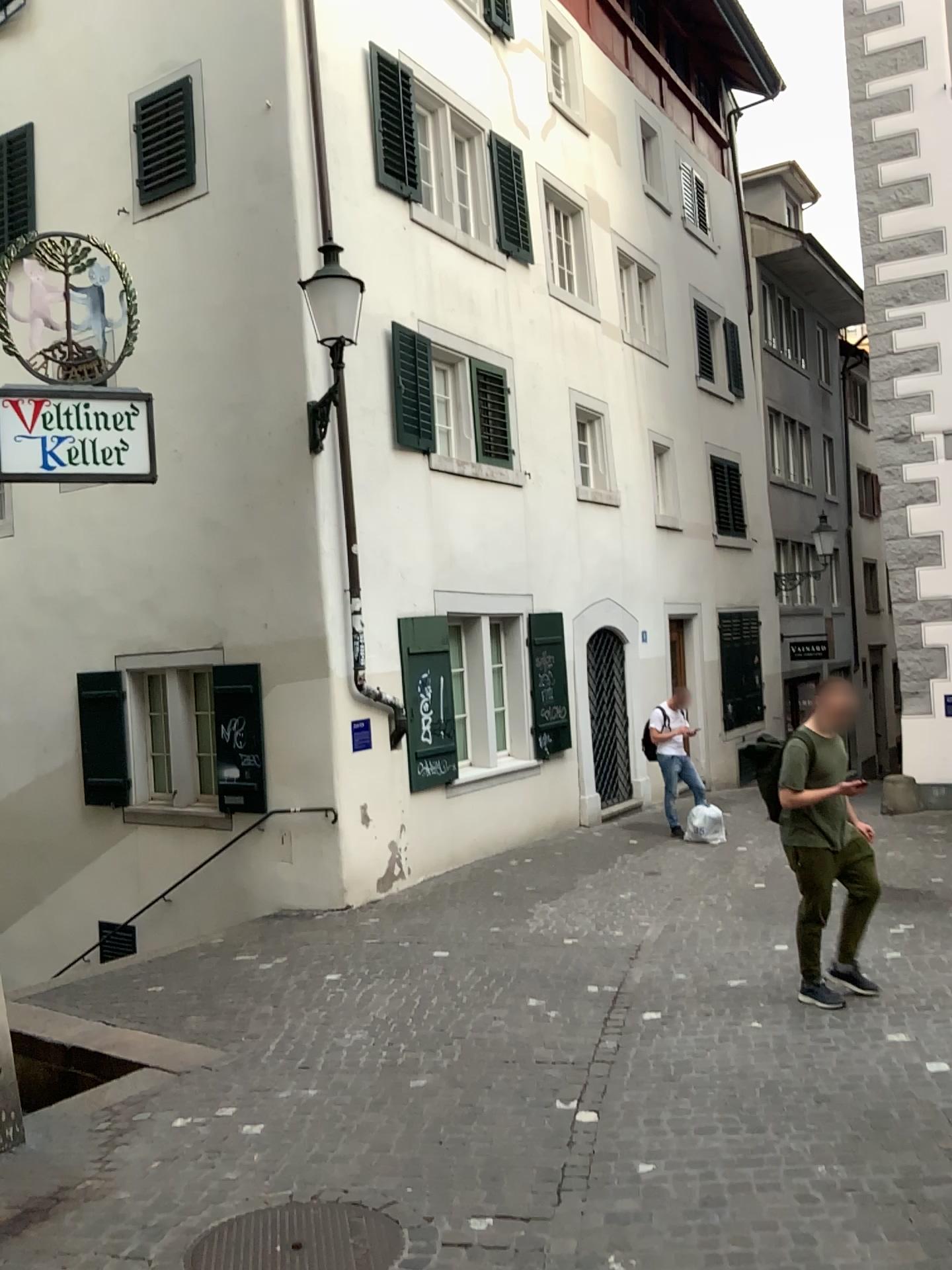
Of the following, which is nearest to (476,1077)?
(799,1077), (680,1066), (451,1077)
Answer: (451,1077)
